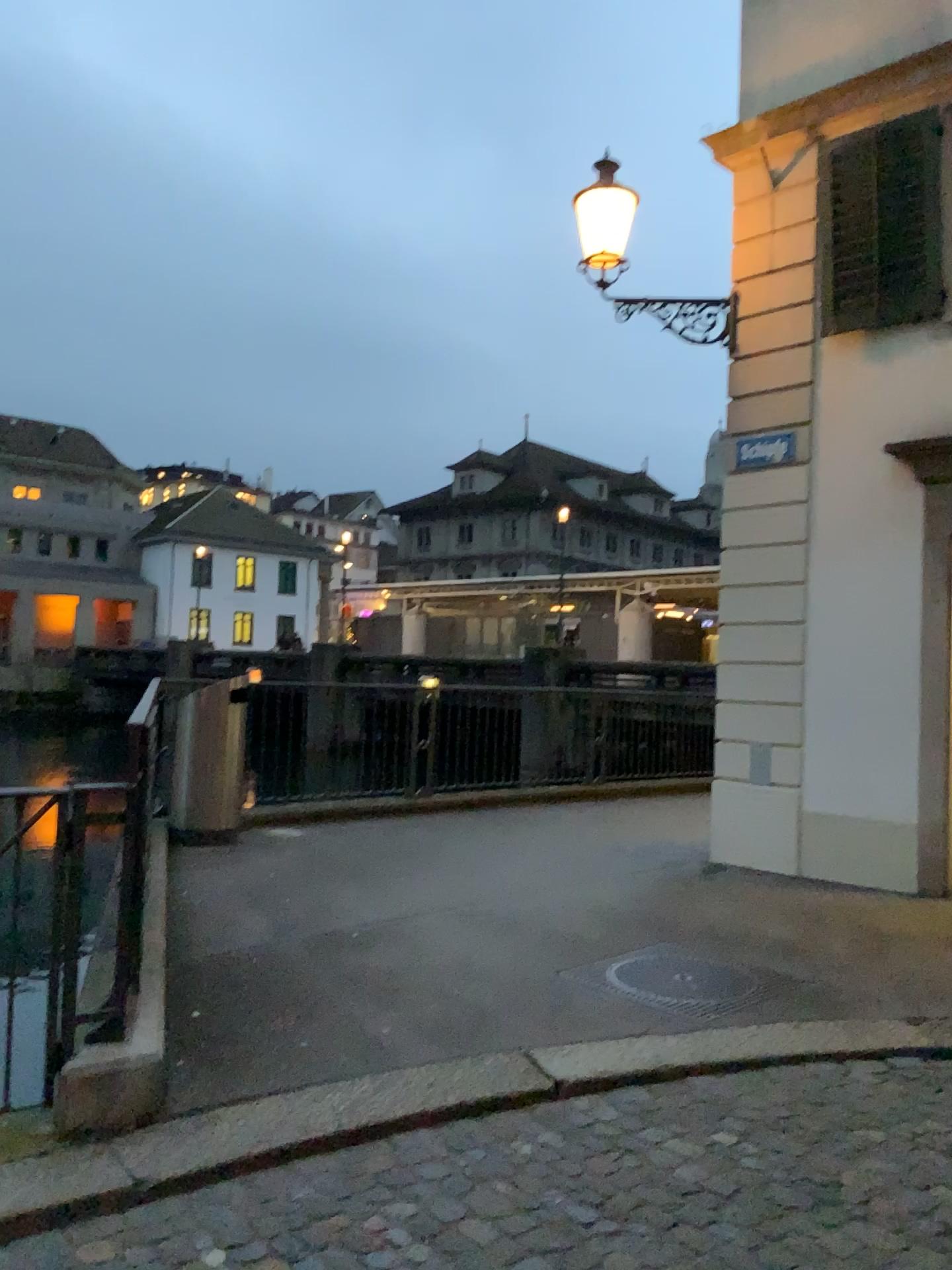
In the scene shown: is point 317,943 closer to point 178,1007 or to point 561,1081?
point 178,1007
